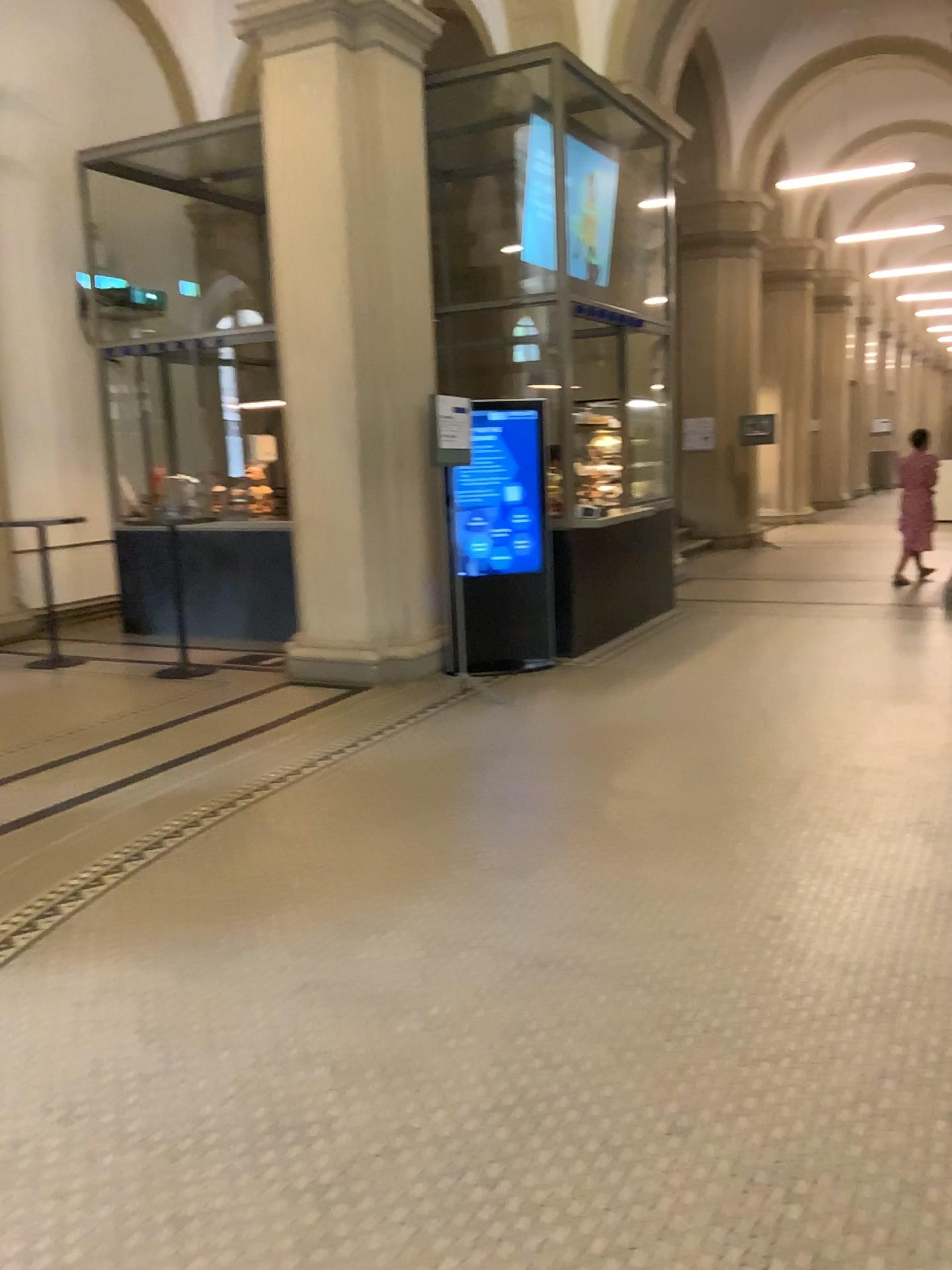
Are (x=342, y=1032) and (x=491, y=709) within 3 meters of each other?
no
